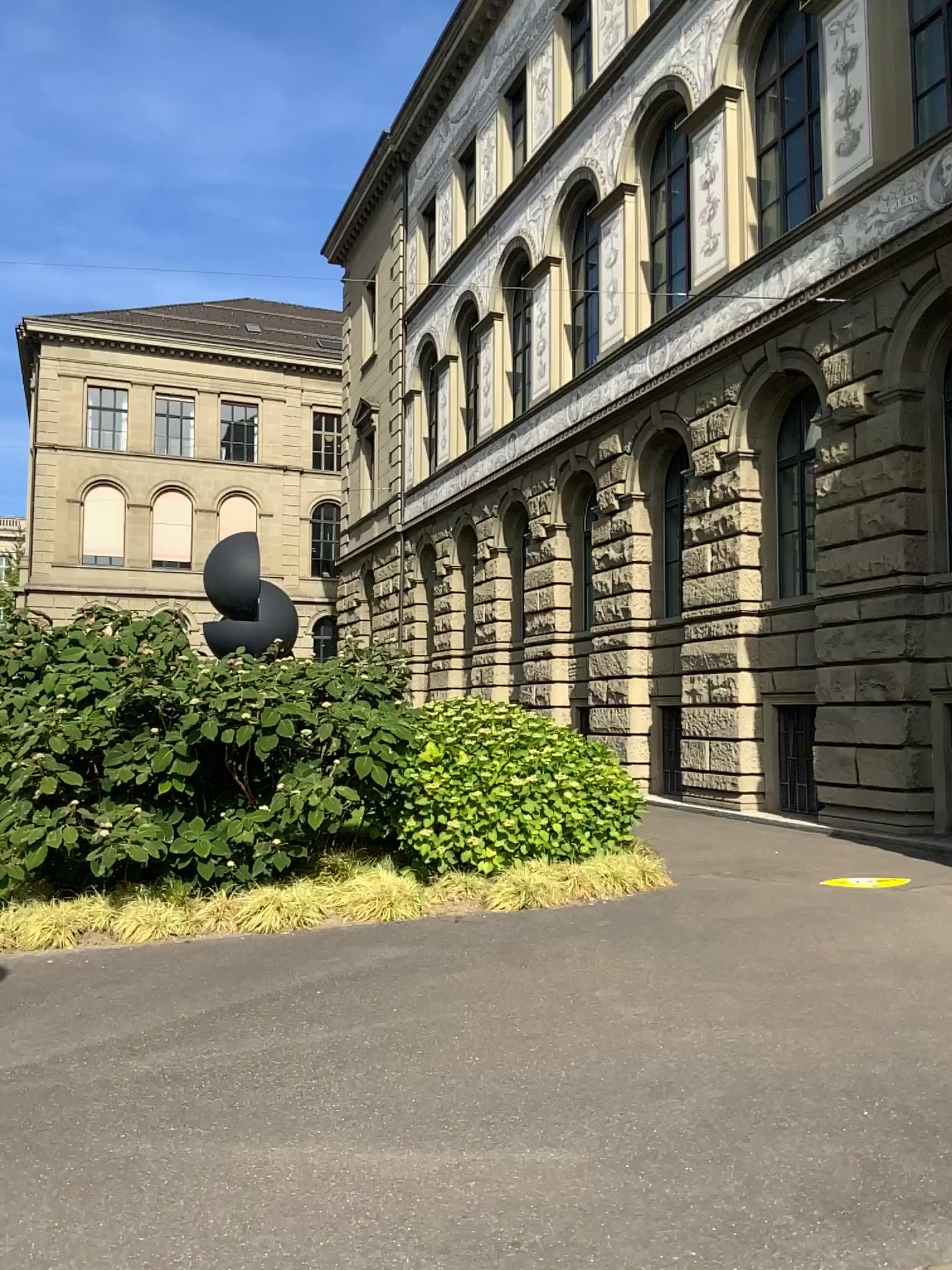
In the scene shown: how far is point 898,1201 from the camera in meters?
3.5
